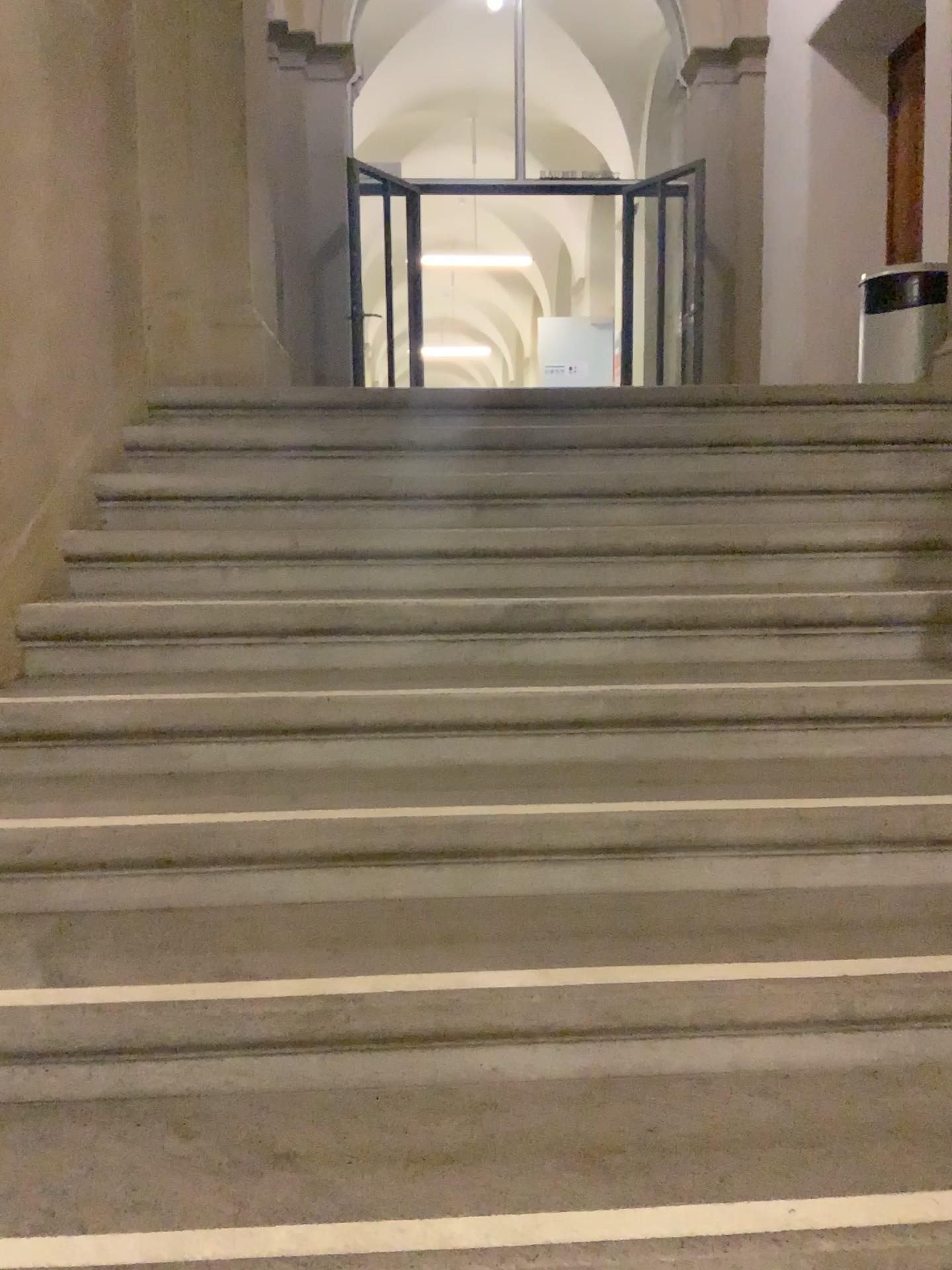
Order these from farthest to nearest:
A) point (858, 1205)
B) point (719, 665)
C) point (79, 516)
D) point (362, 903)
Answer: point (79, 516), point (719, 665), point (362, 903), point (858, 1205)
